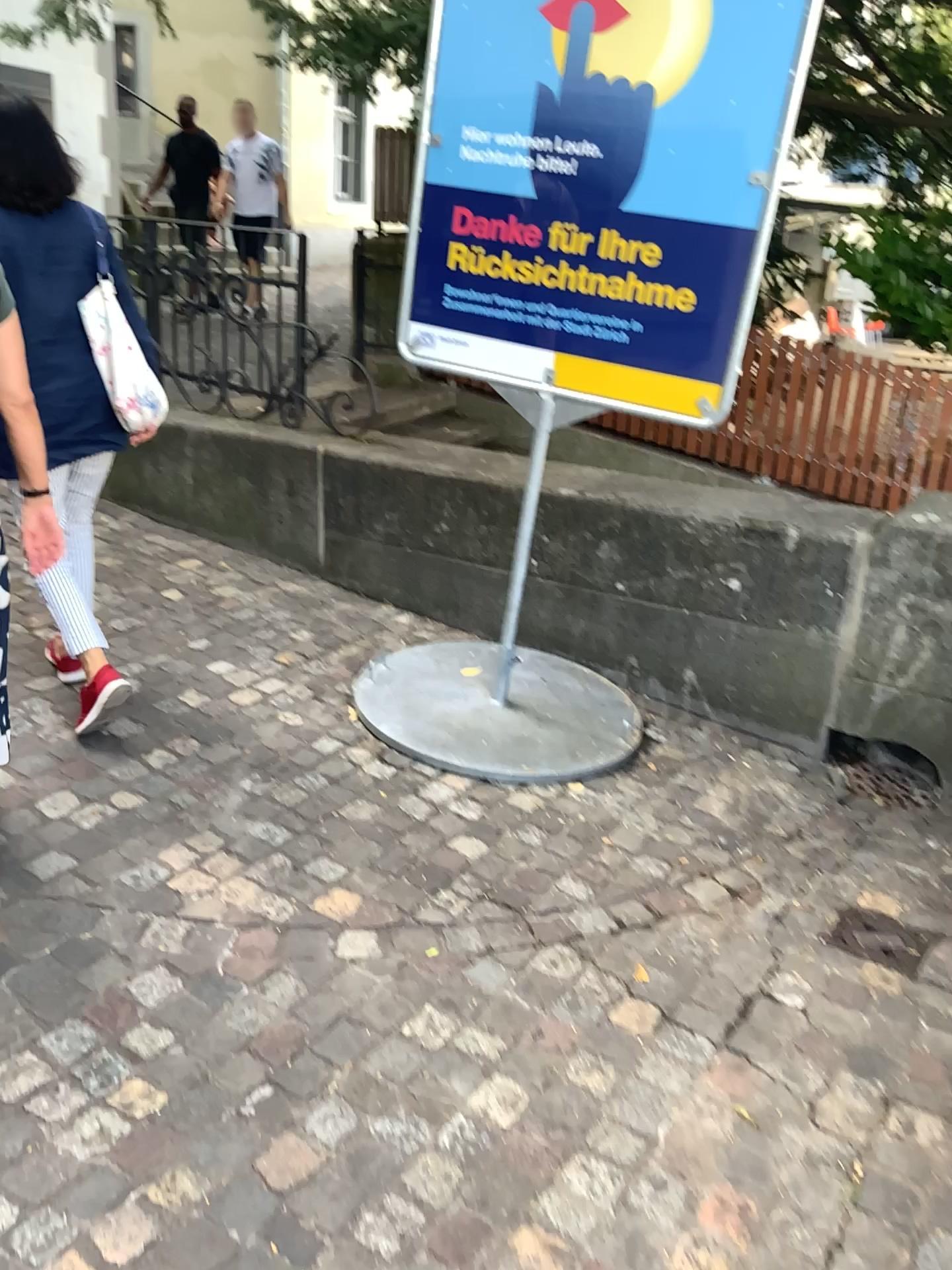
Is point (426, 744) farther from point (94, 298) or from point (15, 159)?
point (15, 159)

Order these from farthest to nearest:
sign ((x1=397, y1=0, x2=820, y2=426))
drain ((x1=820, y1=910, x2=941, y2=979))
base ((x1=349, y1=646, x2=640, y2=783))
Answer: base ((x1=349, y1=646, x2=640, y2=783))
sign ((x1=397, y1=0, x2=820, y2=426))
drain ((x1=820, y1=910, x2=941, y2=979))

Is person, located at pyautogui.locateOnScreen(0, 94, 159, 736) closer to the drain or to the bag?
the bag

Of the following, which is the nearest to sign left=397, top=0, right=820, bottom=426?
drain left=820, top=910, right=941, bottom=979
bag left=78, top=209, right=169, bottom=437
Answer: bag left=78, top=209, right=169, bottom=437

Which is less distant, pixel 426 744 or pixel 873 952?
pixel 873 952

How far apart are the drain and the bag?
2.2 meters

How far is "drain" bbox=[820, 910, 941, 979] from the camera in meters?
2.4

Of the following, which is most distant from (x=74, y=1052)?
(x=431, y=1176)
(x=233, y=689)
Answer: (x=233, y=689)

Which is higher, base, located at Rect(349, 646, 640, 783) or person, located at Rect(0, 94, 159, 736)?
person, located at Rect(0, 94, 159, 736)

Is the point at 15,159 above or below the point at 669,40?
below
